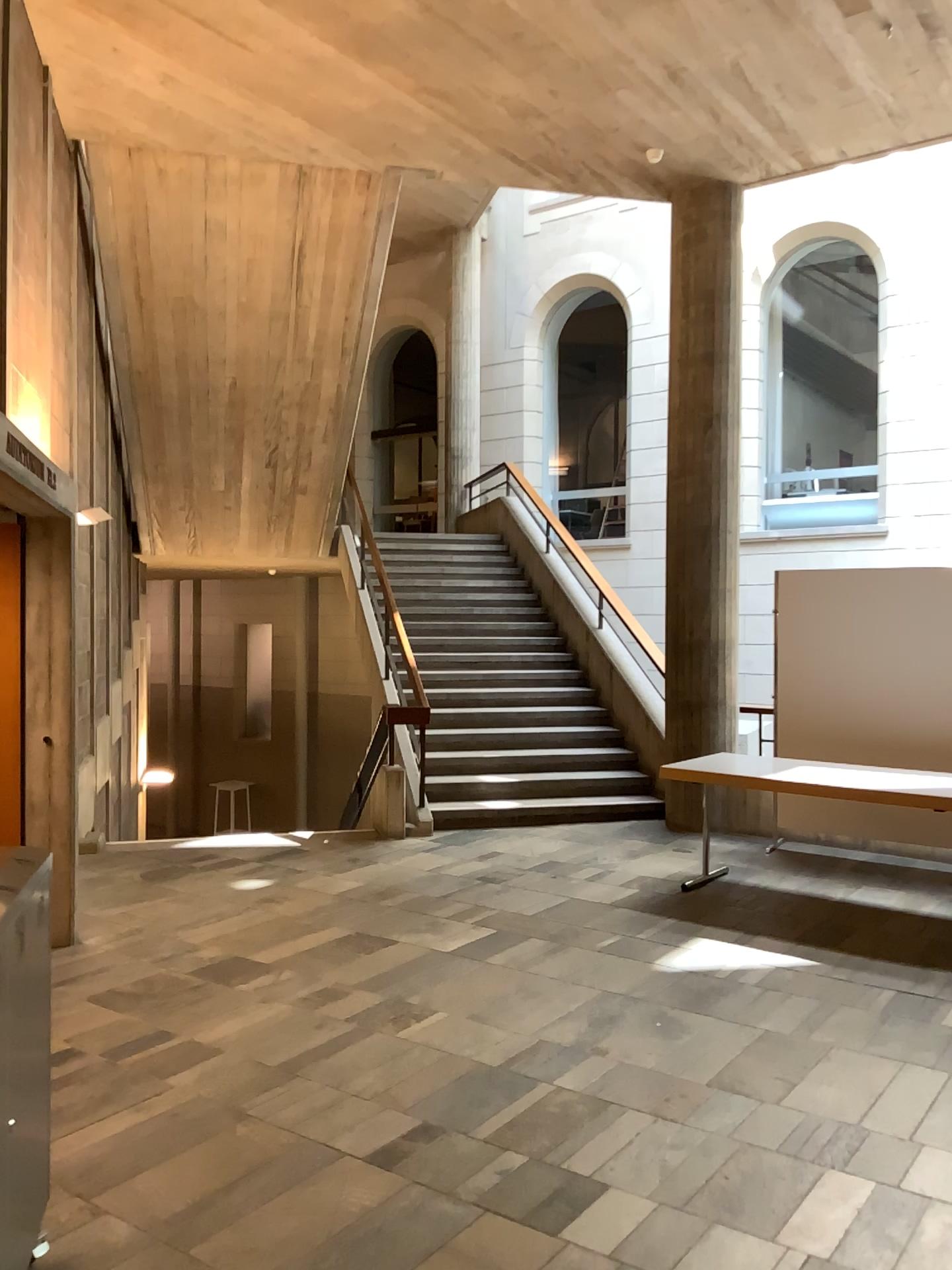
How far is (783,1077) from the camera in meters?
3.6 m
